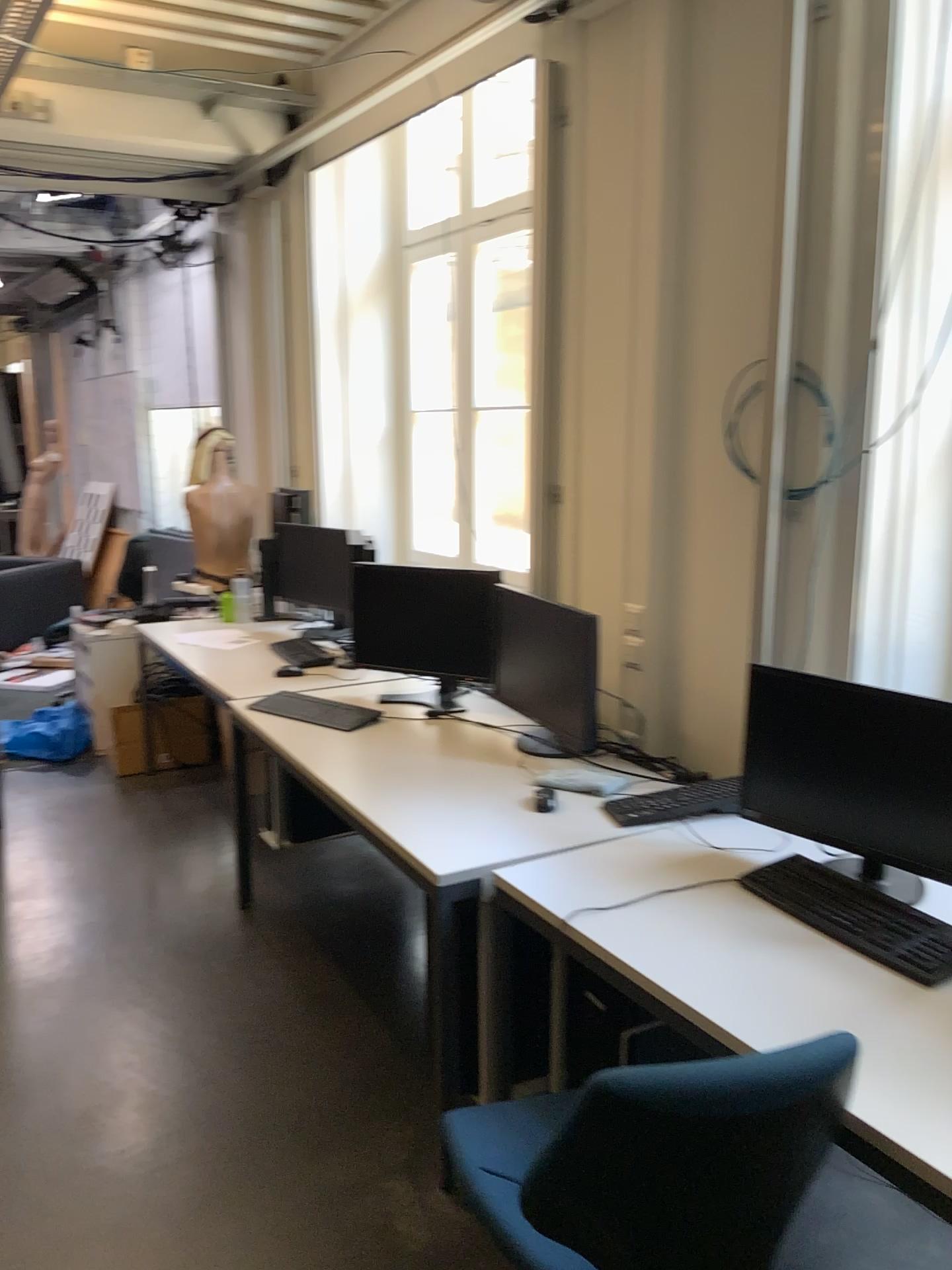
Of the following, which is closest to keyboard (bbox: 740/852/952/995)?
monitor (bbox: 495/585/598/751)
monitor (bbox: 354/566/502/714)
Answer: monitor (bbox: 495/585/598/751)

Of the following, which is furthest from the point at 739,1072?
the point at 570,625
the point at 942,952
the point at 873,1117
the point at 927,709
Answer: the point at 570,625

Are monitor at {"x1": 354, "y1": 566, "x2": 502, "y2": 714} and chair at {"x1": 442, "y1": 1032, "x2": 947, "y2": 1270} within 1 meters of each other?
no

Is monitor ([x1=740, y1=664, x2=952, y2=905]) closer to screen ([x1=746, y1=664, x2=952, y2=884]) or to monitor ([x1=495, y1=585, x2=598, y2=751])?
screen ([x1=746, y1=664, x2=952, y2=884])

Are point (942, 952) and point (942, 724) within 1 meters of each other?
Result: yes

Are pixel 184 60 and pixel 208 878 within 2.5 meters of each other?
no

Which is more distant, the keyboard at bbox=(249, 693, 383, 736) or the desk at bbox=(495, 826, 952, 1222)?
the keyboard at bbox=(249, 693, 383, 736)

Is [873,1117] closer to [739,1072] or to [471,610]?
[739,1072]

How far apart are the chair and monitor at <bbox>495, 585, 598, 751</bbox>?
1.4 meters

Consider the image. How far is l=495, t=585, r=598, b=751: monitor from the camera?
2.8m
